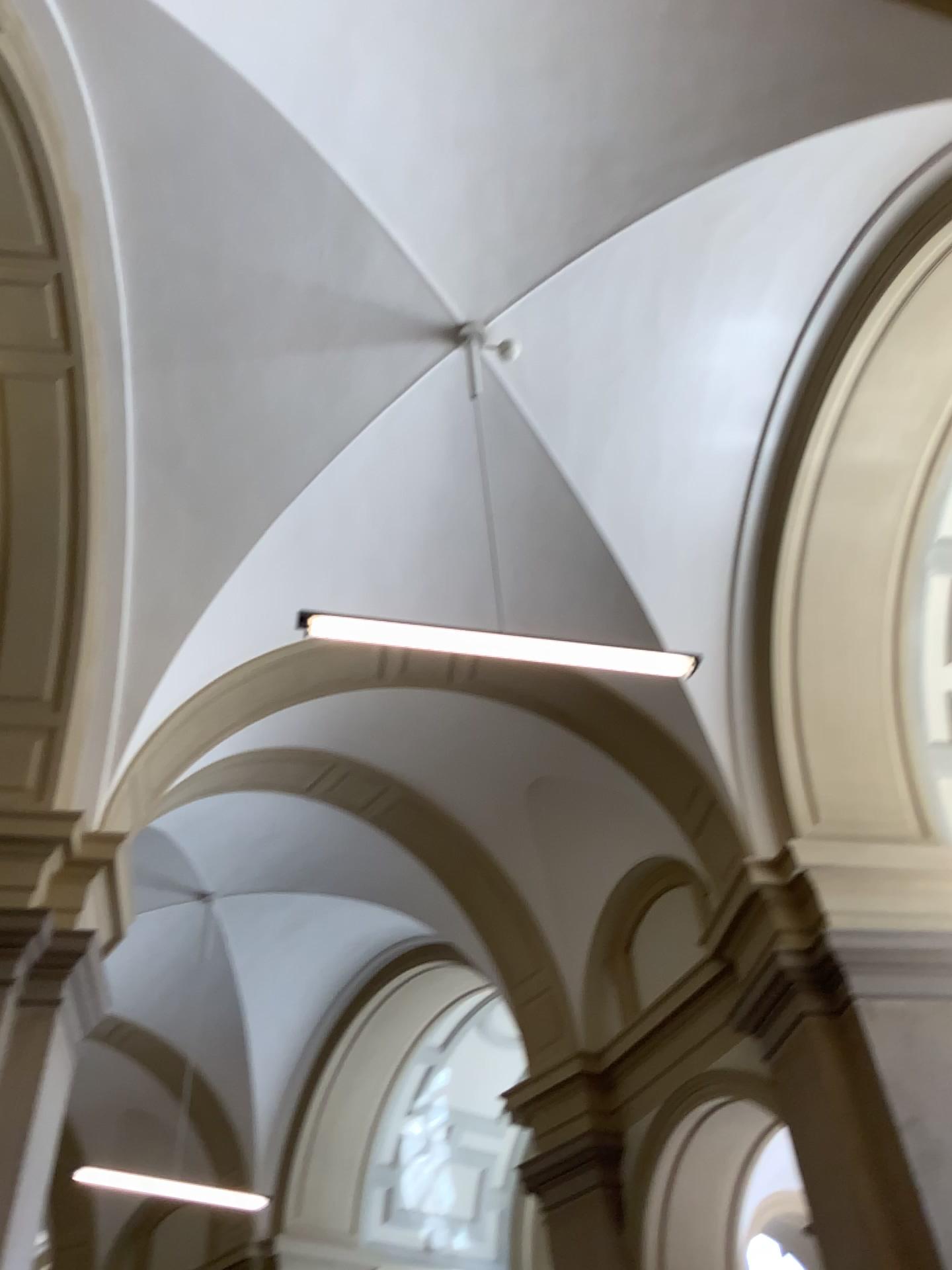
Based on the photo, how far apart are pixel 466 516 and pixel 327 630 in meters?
0.9 m
